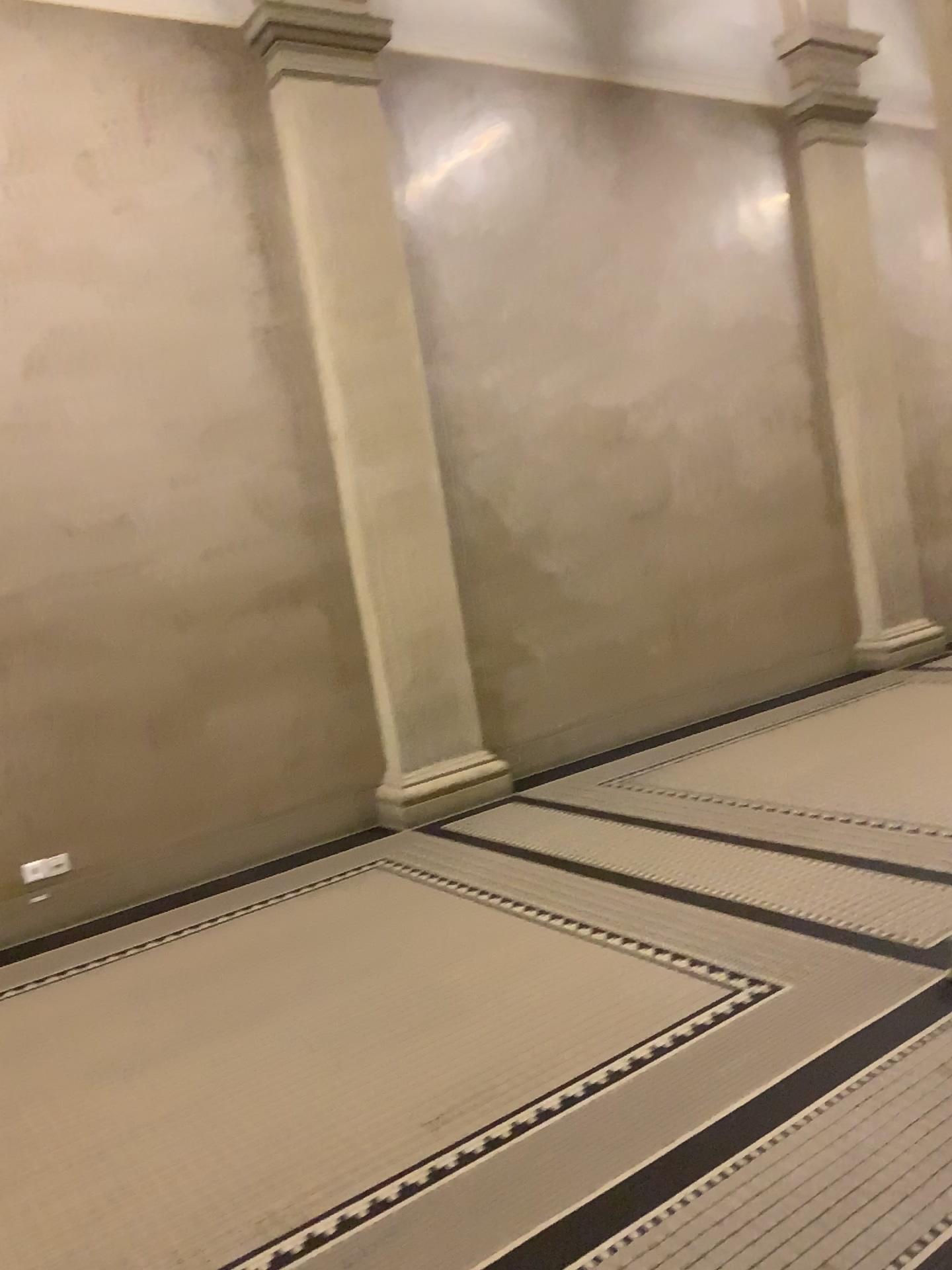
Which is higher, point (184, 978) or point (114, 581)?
point (114, 581)
